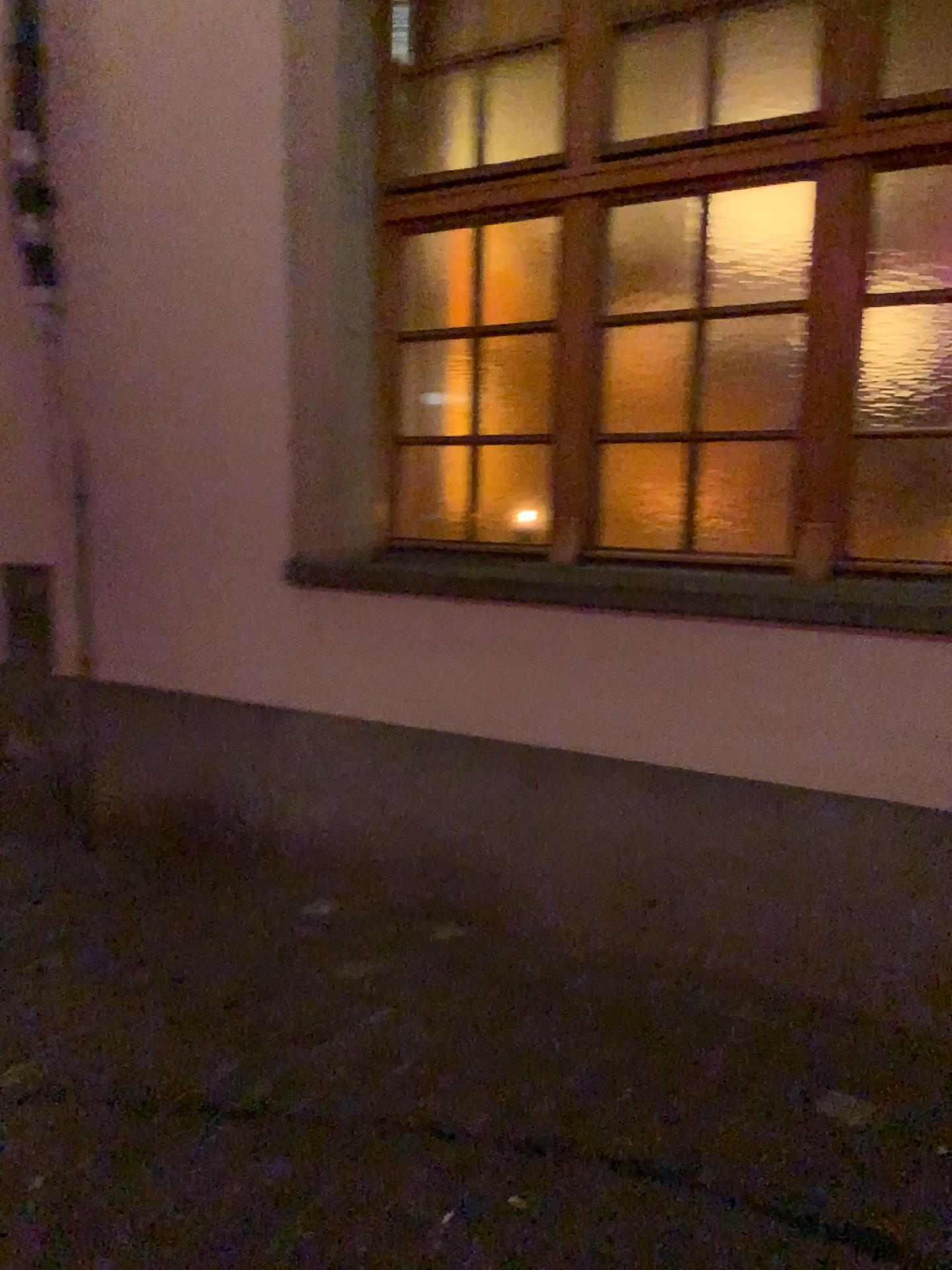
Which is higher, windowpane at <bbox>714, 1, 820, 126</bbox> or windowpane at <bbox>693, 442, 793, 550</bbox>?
windowpane at <bbox>714, 1, 820, 126</bbox>

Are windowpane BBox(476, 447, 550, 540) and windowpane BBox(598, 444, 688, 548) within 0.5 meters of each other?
yes

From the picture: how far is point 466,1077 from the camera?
2.3m

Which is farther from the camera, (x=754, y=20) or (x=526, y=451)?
(x=526, y=451)

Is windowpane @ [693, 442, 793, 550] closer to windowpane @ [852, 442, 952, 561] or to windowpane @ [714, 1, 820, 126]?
windowpane @ [852, 442, 952, 561]

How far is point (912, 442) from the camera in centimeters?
262cm

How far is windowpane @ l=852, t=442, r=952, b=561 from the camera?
2.62m

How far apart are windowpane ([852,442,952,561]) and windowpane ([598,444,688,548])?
0.5m

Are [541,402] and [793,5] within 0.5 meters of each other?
no

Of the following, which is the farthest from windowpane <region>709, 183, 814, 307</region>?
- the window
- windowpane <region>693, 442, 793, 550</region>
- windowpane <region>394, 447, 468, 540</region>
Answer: windowpane <region>394, 447, 468, 540</region>
